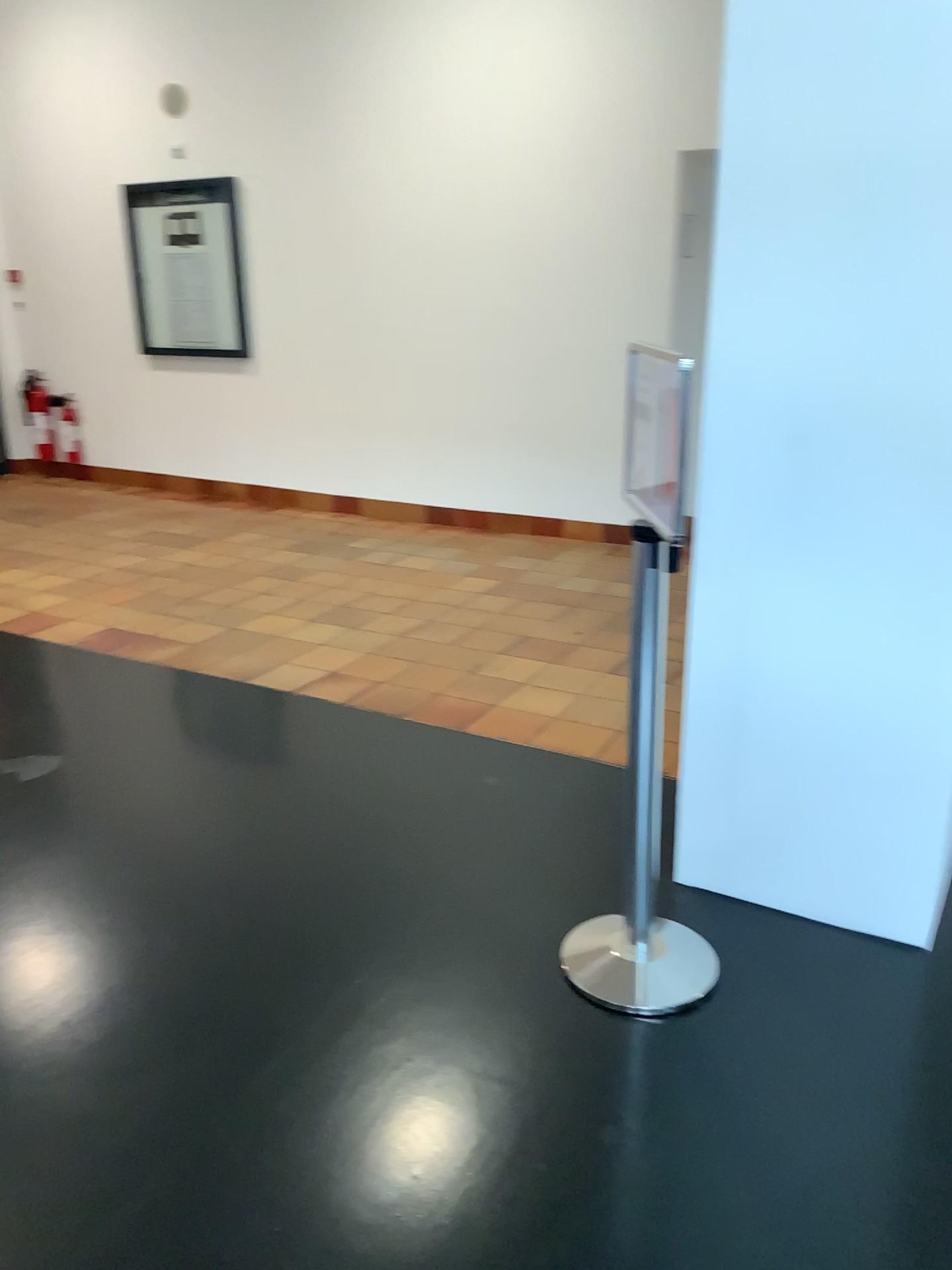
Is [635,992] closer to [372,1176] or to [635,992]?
[635,992]

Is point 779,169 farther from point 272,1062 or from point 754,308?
point 272,1062

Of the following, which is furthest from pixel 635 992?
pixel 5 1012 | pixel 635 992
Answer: pixel 5 1012

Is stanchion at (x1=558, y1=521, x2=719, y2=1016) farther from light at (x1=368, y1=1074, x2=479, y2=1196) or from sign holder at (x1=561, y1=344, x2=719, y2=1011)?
light at (x1=368, y1=1074, x2=479, y2=1196)

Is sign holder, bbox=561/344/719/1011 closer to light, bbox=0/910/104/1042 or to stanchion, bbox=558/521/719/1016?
stanchion, bbox=558/521/719/1016

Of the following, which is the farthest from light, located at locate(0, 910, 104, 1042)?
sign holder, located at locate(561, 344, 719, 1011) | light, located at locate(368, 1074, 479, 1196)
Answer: sign holder, located at locate(561, 344, 719, 1011)

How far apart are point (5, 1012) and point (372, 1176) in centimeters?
94cm

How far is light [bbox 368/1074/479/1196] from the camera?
1.8 meters

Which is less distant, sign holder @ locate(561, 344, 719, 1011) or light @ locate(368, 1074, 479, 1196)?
light @ locate(368, 1074, 479, 1196)

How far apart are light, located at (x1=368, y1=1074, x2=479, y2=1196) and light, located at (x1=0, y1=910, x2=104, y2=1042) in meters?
0.8
